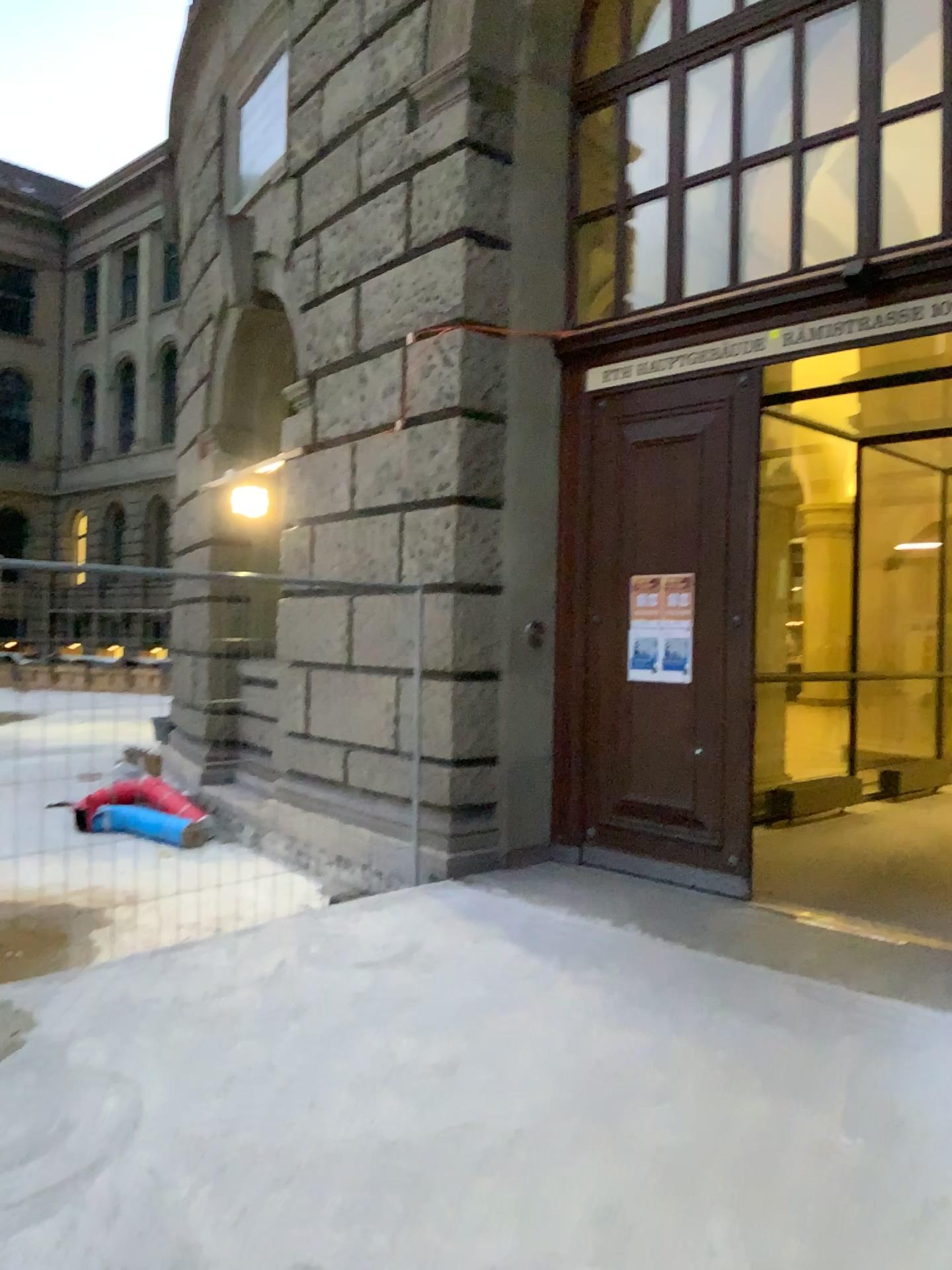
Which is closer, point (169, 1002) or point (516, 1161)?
point (516, 1161)
